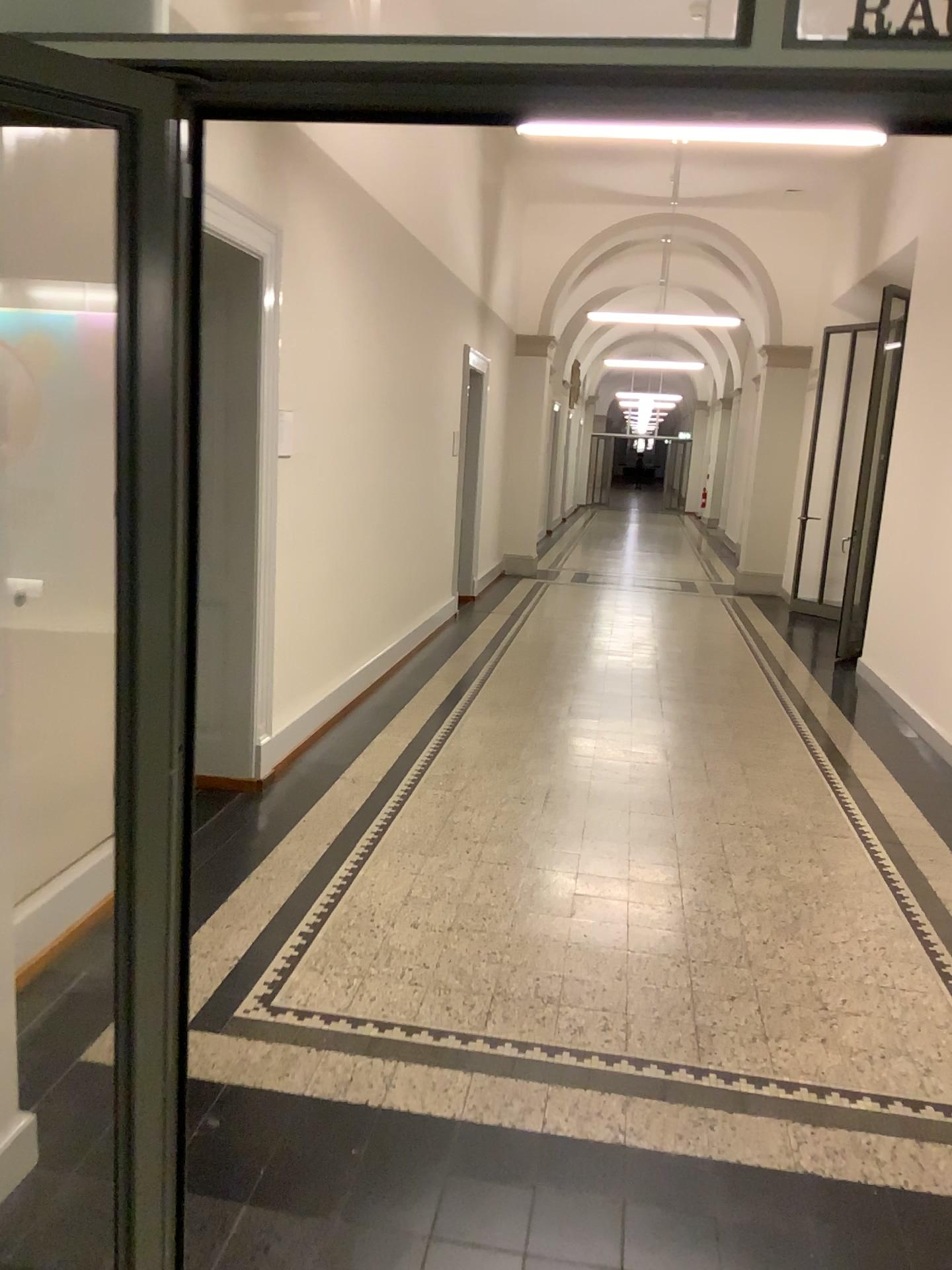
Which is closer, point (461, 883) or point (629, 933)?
point (629, 933)

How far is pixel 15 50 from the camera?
1.4m

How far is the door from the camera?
1.44m
